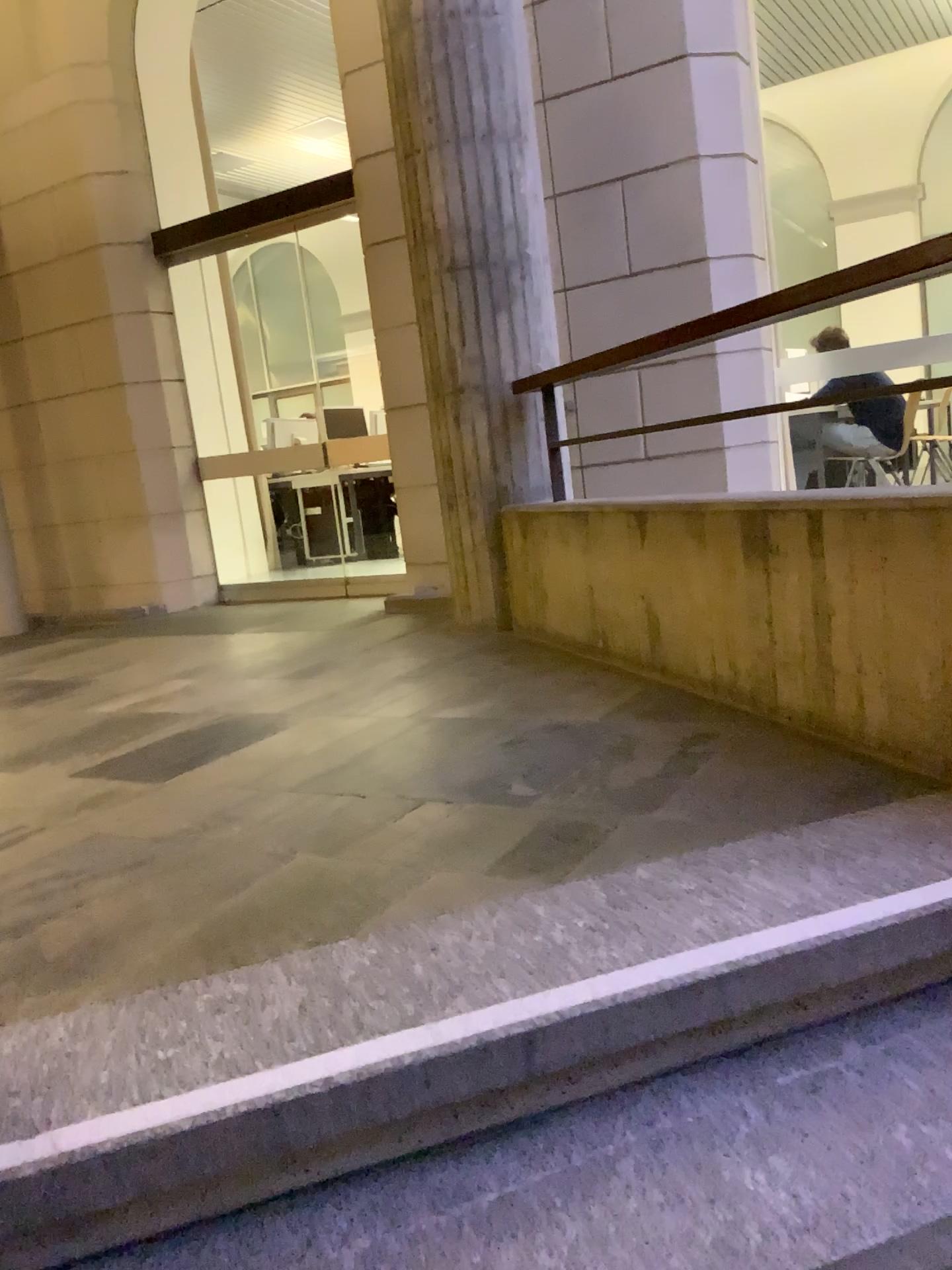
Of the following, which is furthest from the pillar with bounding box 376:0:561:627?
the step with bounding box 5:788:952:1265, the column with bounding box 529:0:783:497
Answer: the step with bounding box 5:788:952:1265

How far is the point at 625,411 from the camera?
4.45m

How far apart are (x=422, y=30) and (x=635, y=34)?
1.00m

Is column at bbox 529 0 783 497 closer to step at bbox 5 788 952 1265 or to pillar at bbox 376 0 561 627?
pillar at bbox 376 0 561 627

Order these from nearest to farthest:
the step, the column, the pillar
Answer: the step → the pillar → the column

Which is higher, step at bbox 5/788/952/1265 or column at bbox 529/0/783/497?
column at bbox 529/0/783/497

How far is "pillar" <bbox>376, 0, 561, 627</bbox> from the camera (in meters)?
3.79

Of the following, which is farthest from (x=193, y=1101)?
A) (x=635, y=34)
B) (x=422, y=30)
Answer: (x=635, y=34)

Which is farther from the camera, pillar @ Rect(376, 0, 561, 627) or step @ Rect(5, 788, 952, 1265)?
pillar @ Rect(376, 0, 561, 627)

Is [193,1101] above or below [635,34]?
below
